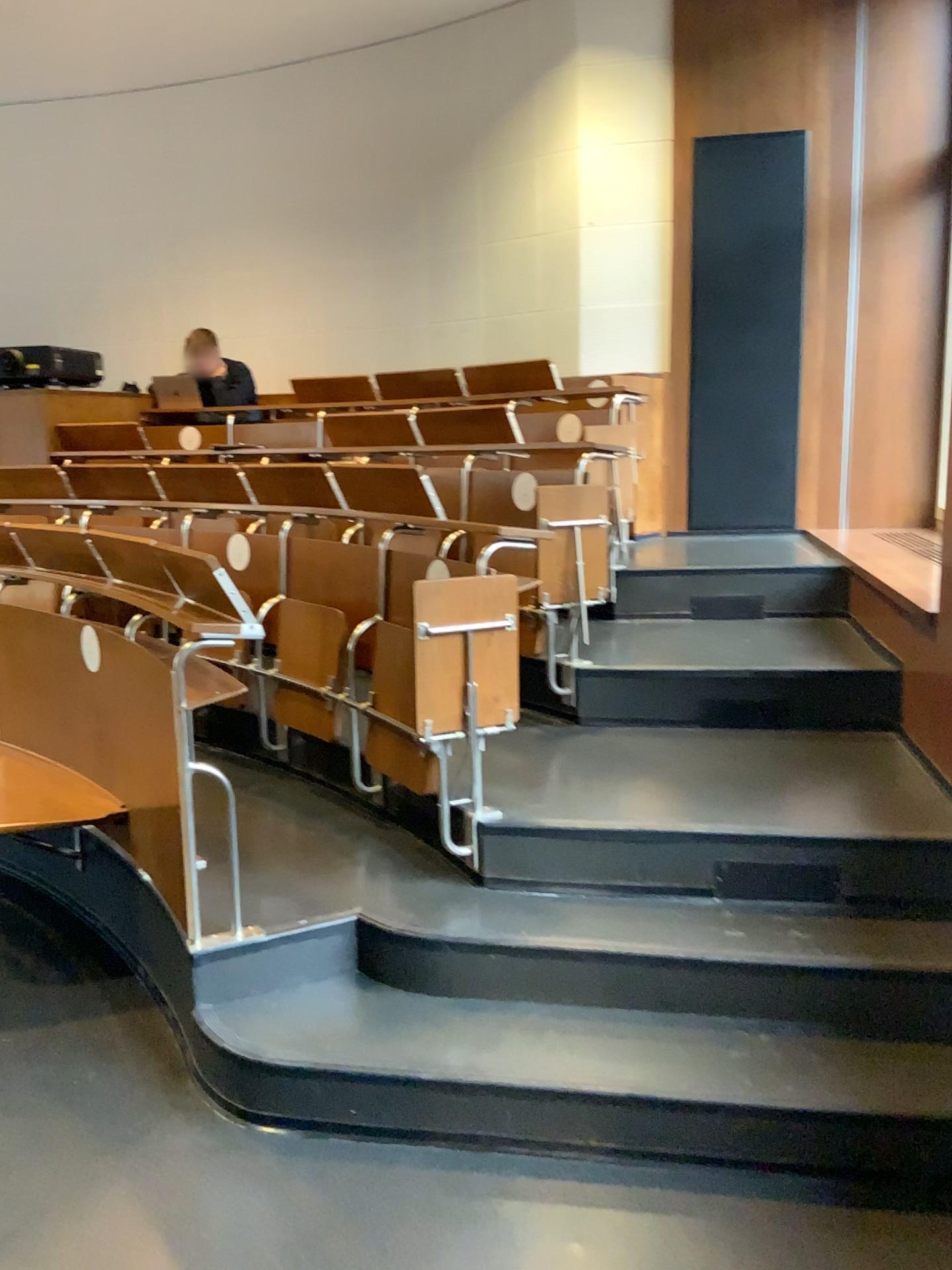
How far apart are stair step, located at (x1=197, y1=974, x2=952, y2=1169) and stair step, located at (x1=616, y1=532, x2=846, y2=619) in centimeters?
230cm

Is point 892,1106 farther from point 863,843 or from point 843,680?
point 843,680

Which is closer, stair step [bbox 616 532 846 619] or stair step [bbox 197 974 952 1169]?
stair step [bbox 197 974 952 1169]

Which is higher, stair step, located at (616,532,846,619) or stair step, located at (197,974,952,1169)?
stair step, located at (616,532,846,619)

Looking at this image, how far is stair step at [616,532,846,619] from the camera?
4.51m

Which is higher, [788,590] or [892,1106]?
[788,590]

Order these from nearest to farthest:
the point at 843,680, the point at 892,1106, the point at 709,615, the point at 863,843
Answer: the point at 892,1106
the point at 863,843
the point at 843,680
the point at 709,615

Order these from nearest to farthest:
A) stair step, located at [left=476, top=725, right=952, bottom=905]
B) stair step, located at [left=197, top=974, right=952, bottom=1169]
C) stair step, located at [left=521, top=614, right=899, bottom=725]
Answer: stair step, located at [left=197, top=974, right=952, bottom=1169]
stair step, located at [left=476, top=725, right=952, bottom=905]
stair step, located at [left=521, top=614, right=899, bottom=725]

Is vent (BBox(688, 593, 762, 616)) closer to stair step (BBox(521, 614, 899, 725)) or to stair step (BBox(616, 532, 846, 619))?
stair step (BBox(616, 532, 846, 619))

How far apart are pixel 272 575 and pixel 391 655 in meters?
0.8 m
